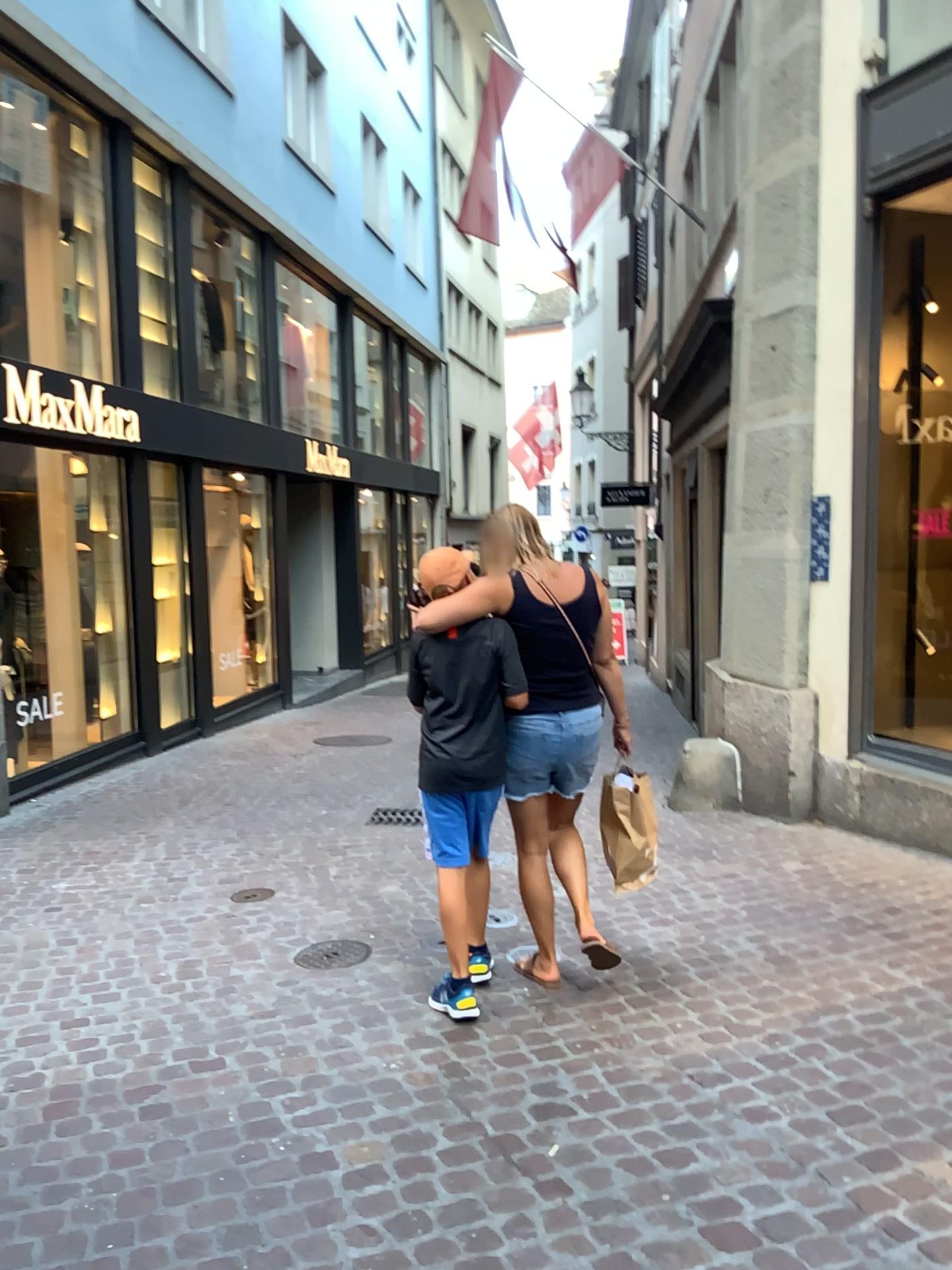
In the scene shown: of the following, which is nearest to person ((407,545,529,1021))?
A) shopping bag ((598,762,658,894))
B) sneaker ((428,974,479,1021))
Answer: sneaker ((428,974,479,1021))

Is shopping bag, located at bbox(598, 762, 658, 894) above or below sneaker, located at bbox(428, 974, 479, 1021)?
above

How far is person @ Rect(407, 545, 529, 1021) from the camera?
3.30m

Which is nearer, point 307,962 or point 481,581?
point 481,581

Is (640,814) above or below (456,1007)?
above

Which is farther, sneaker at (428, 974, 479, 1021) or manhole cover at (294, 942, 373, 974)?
manhole cover at (294, 942, 373, 974)

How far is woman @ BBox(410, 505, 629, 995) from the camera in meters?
3.3 m

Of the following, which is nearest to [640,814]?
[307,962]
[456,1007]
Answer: [456,1007]

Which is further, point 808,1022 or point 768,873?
point 768,873

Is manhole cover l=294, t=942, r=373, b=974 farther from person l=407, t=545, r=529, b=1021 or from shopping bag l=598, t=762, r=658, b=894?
shopping bag l=598, t=762, r=658, b=894
